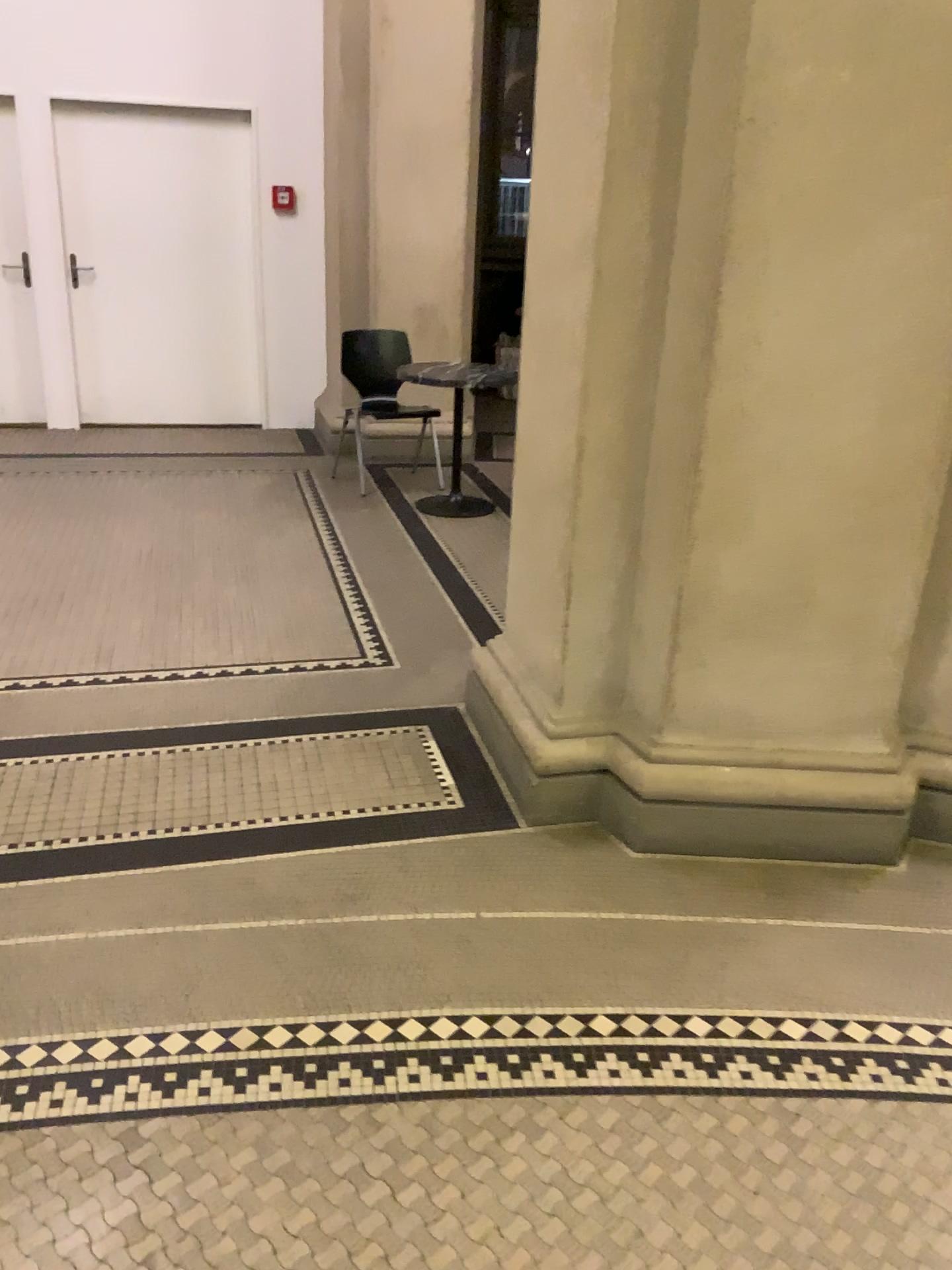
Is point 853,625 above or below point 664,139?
below
